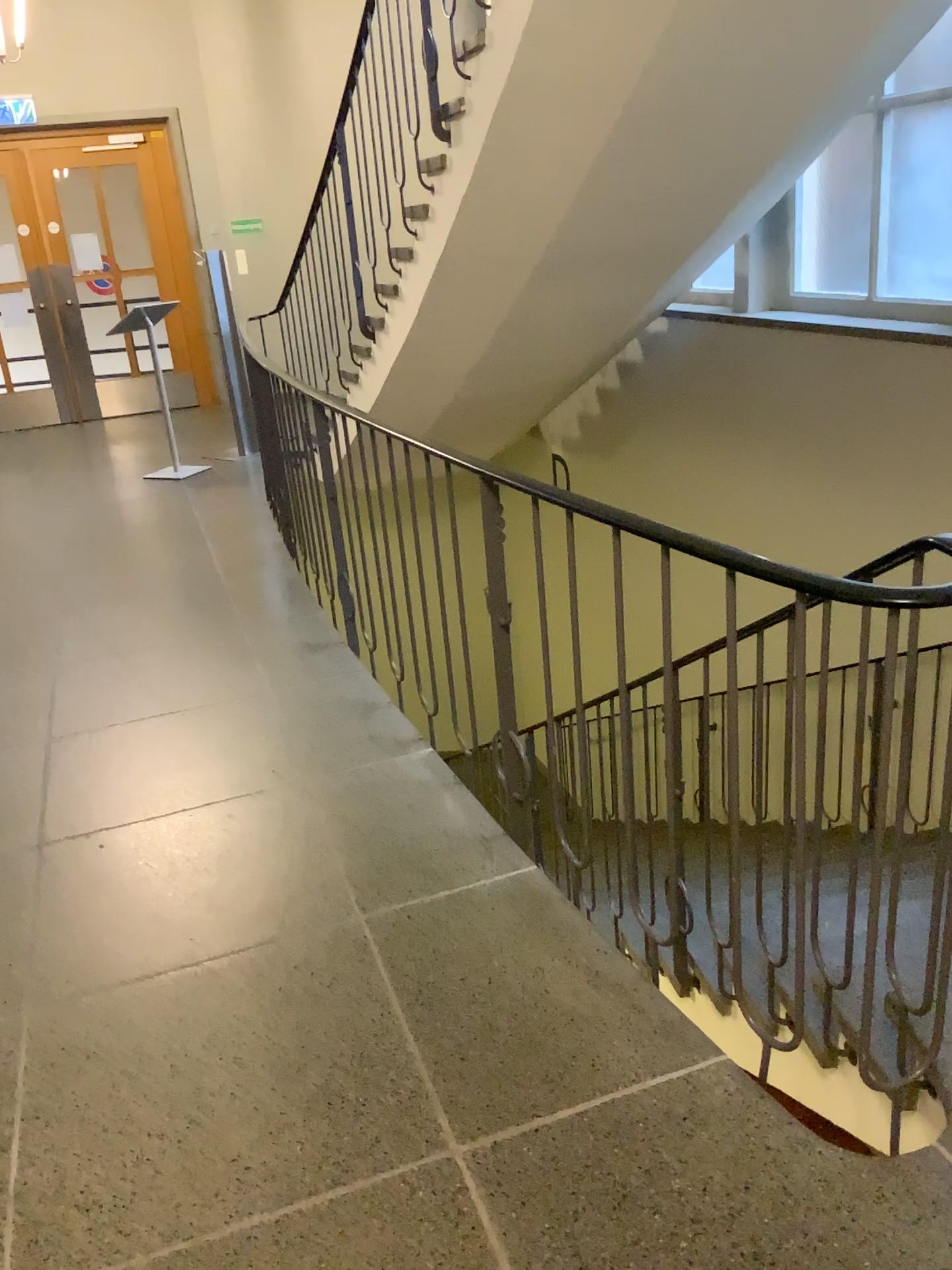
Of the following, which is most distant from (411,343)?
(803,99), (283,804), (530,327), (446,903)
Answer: (446,903)
